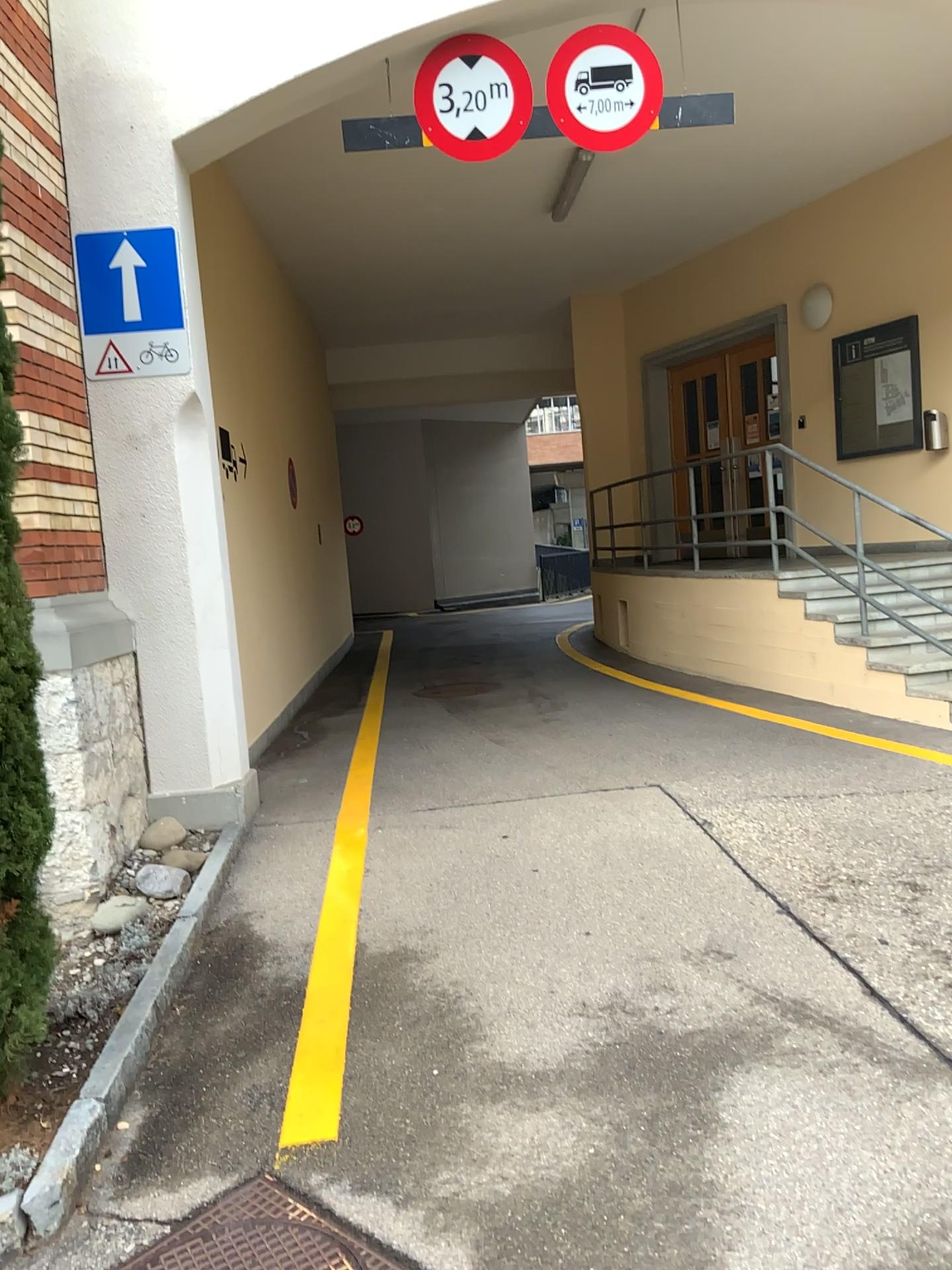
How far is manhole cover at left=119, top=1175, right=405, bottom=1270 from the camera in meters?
2.3 m

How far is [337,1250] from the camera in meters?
2.3

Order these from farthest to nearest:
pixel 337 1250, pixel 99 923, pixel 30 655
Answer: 1. pixel 99 923
2. pixel 30 655
3. pixel 337 1250

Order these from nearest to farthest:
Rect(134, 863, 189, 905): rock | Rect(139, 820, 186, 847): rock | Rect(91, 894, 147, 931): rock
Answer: Rect(91, 894, 147, 931): rock → Rect(134, 863, 189, 905): rock → Rect(139, 820, 186, 847): rock

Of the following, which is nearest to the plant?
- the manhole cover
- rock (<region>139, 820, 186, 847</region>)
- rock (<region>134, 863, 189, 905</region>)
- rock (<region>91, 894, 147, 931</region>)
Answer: the manhole cover

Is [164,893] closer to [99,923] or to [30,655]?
[99,923]

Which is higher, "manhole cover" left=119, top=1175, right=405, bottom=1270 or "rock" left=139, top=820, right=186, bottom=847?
"rock" left=139, top=820, right=186, bottom=847

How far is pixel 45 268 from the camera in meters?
4.4 m

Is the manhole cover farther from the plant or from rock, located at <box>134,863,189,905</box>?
rock, located at <box>134,863,189,905</box>

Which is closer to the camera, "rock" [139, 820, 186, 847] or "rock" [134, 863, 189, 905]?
"rock" [134, 863, 189, 905]
